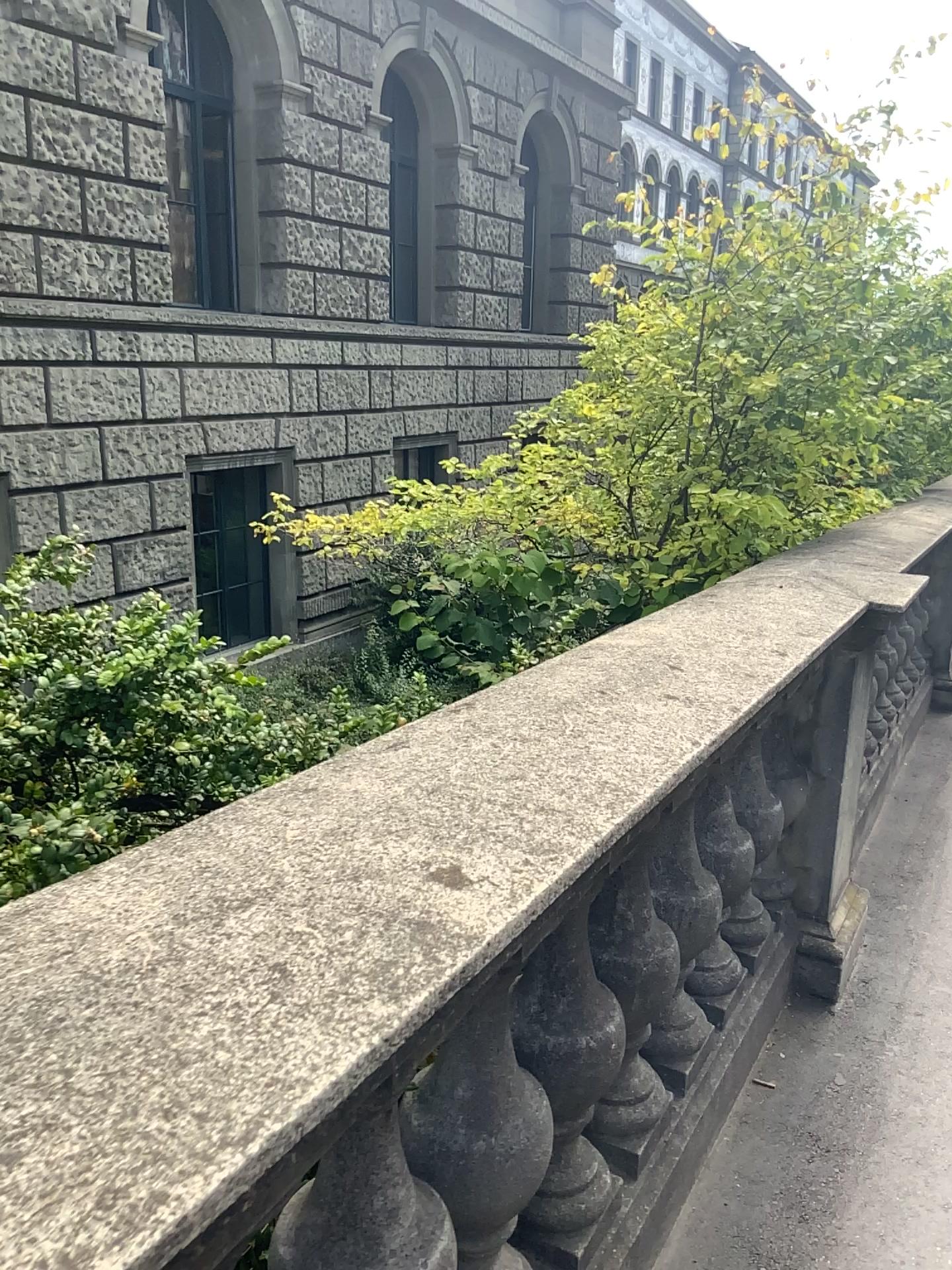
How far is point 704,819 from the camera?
2.1 meters

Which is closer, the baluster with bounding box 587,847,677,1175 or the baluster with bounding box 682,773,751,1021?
the baluster with bounding box 587,847,677,1175

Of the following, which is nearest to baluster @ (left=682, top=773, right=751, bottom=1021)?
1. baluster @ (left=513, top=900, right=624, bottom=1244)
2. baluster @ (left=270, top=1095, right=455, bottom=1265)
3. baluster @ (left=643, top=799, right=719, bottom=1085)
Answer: baluster @ (left=643, top=799, right=719, bottom=1085)

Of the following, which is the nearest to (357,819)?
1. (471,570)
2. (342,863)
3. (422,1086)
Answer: (342,863)

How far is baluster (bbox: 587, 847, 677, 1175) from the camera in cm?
164

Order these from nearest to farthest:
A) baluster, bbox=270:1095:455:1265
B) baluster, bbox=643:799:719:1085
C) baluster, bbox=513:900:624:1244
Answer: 1. baluster, bbox=270:1095:455:1265
2. baluster, bbox=513:900:624:1244
3. baluster, bbox=643:799:719:1085

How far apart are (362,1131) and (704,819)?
1.2m

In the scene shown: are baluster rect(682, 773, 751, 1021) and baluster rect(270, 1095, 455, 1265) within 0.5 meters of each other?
no

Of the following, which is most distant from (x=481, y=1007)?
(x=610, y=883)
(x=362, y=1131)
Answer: (x=610, y=883)

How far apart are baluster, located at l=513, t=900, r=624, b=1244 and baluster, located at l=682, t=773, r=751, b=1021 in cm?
42
